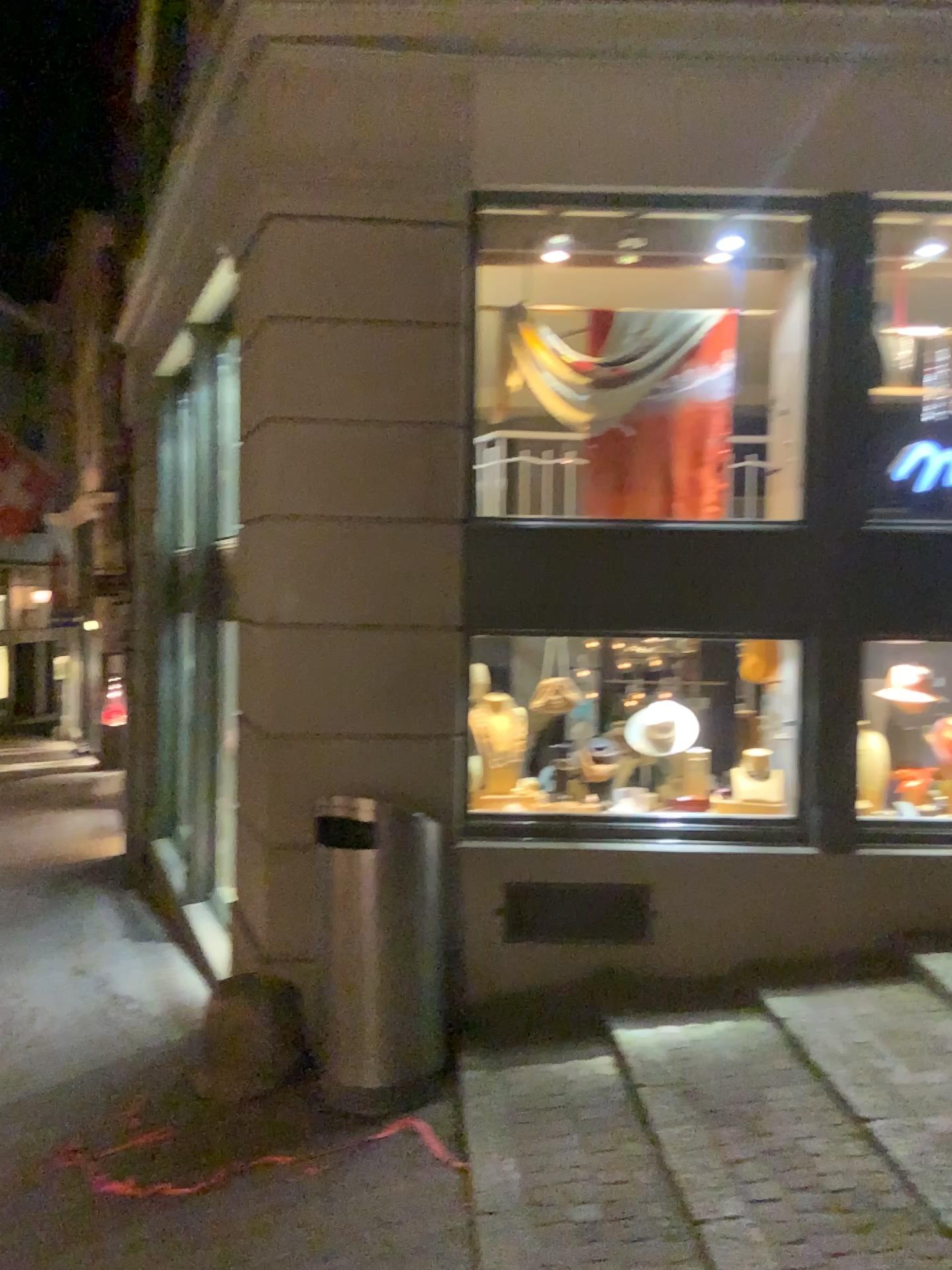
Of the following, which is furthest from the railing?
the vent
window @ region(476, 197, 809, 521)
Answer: the vent

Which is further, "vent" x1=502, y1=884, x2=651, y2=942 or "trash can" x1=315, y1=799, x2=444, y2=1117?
"vent" x1=502, y1=884, x2=651, y2=942

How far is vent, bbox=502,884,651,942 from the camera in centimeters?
458cm

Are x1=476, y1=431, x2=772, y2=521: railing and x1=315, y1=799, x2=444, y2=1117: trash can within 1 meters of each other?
no

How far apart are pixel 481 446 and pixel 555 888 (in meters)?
1.97

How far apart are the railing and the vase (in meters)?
1.13

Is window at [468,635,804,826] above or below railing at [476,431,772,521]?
below

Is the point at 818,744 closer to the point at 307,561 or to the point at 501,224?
the point at 307,561

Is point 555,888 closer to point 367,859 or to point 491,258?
point 367,859

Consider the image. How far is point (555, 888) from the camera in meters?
4.6
